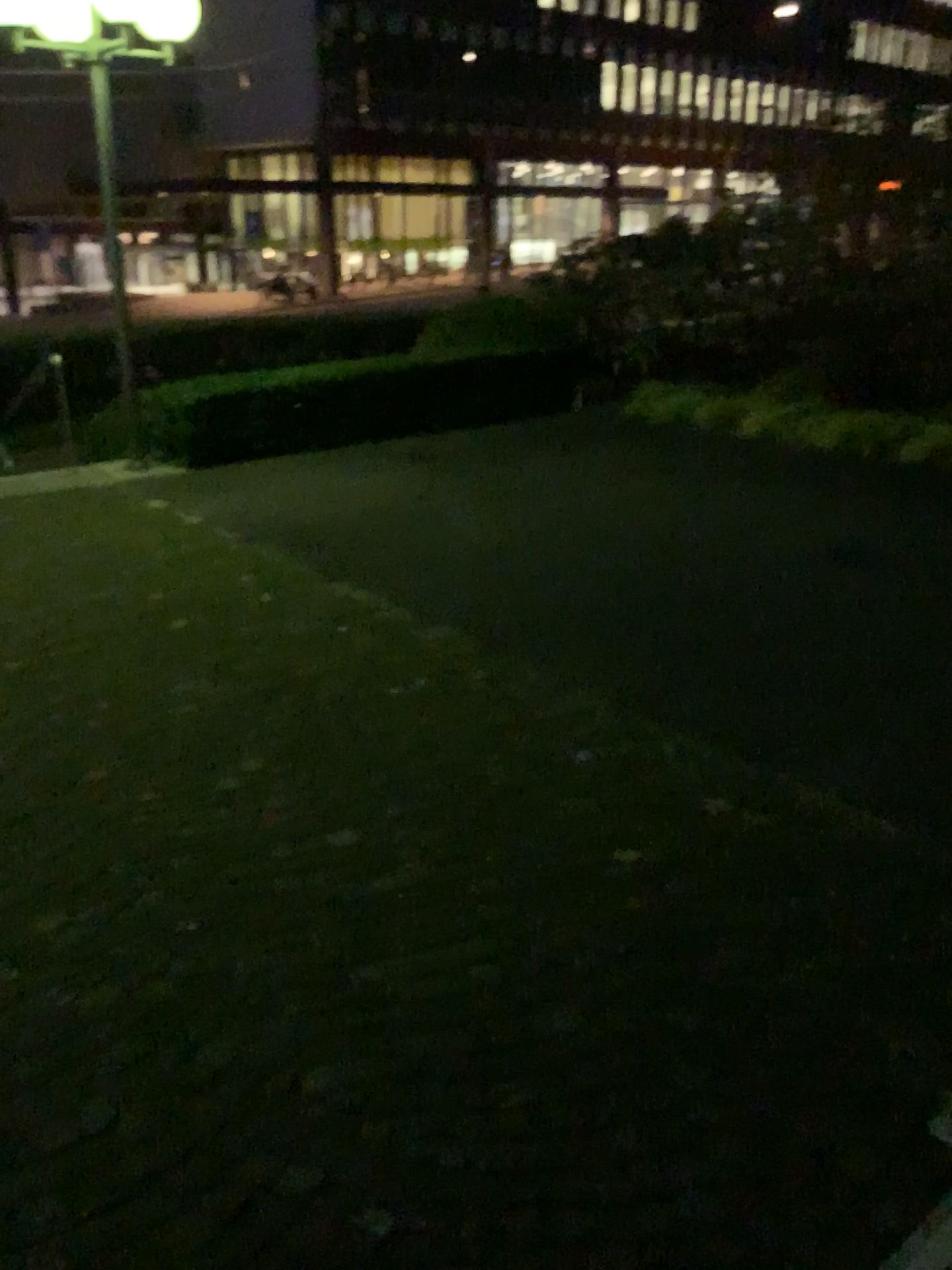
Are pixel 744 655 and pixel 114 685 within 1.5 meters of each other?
no
